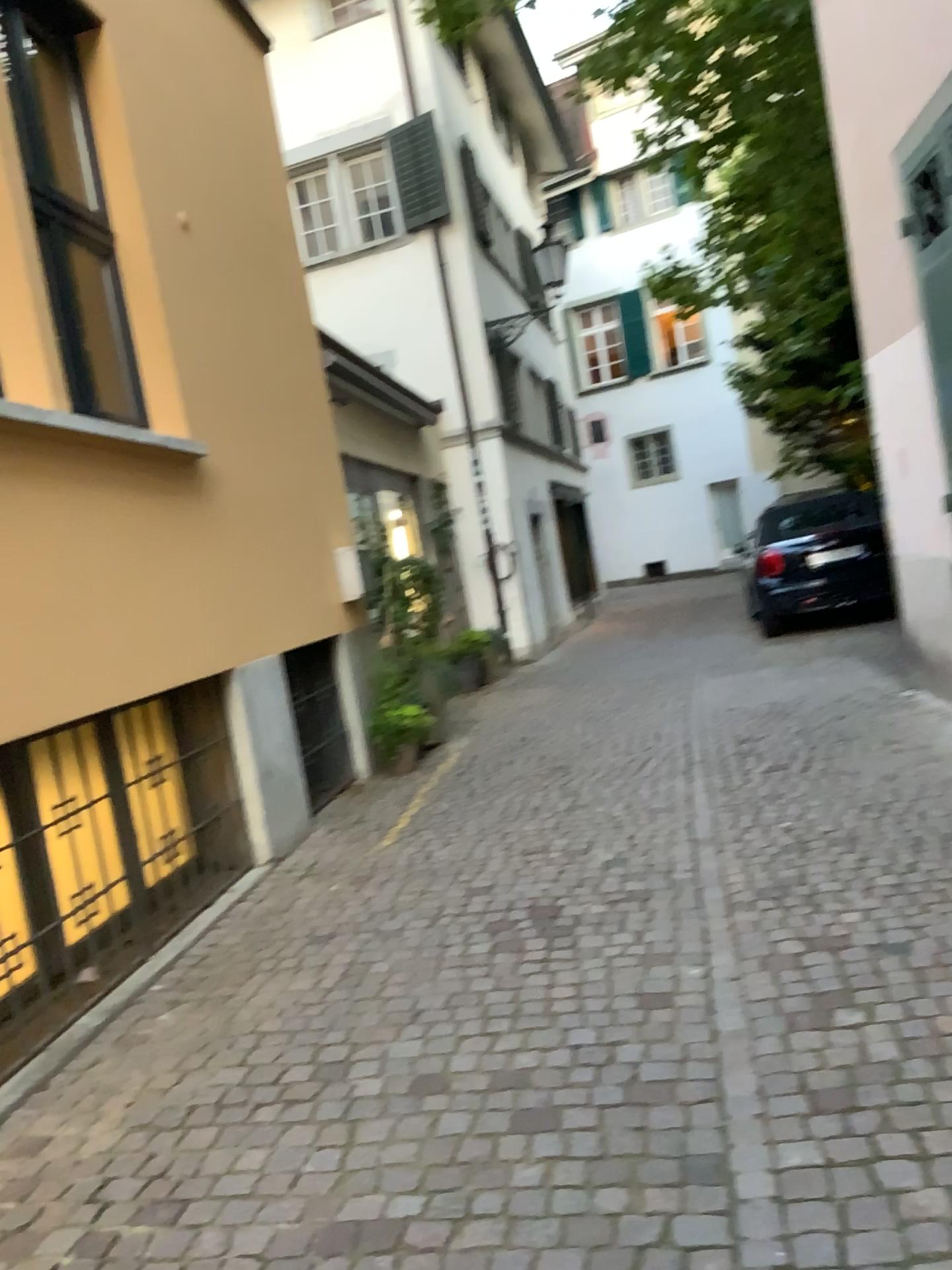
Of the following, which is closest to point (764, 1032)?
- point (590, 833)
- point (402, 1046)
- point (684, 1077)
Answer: point (684, 1077)
